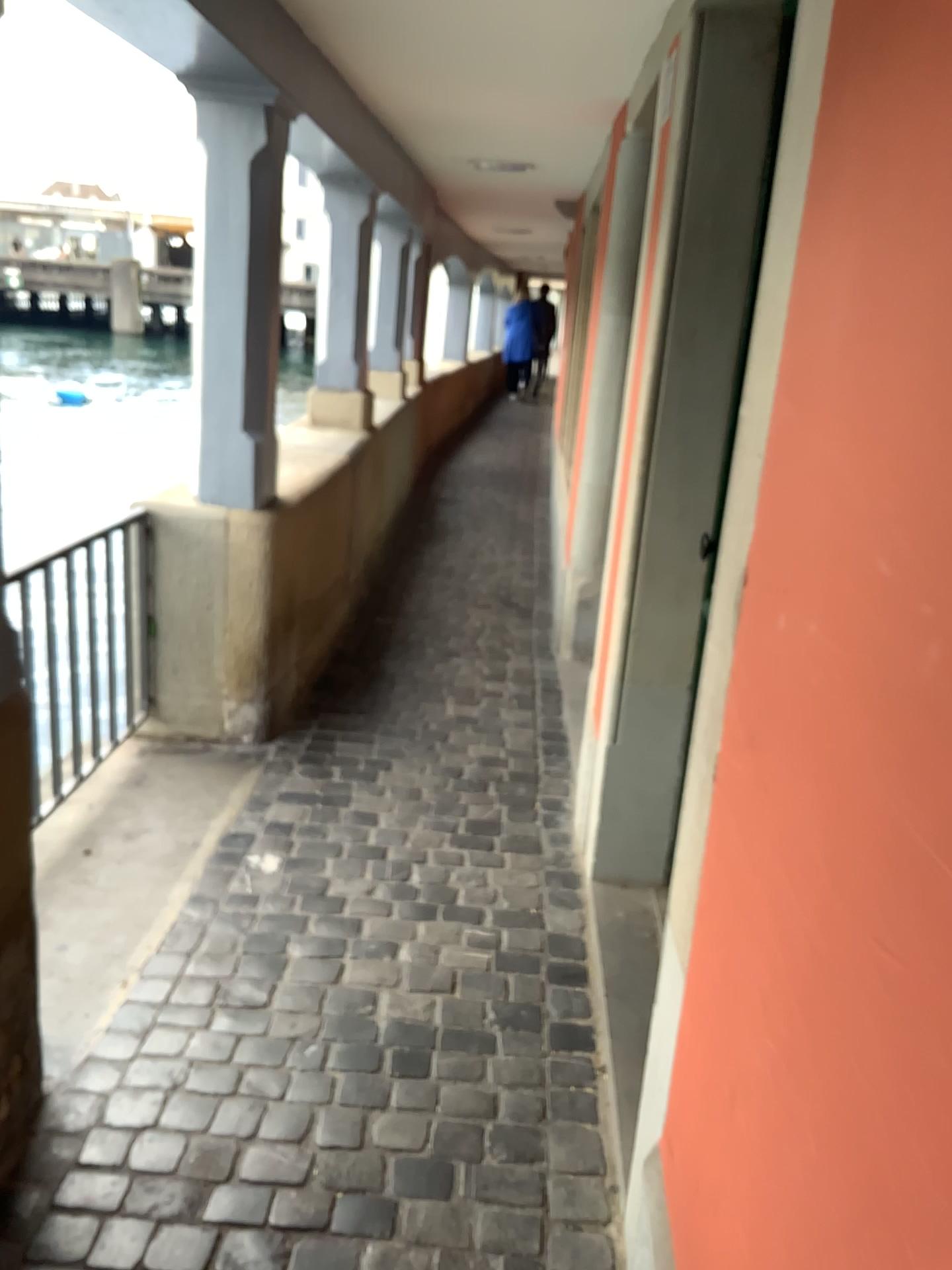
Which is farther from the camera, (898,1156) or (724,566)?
(724,566)
